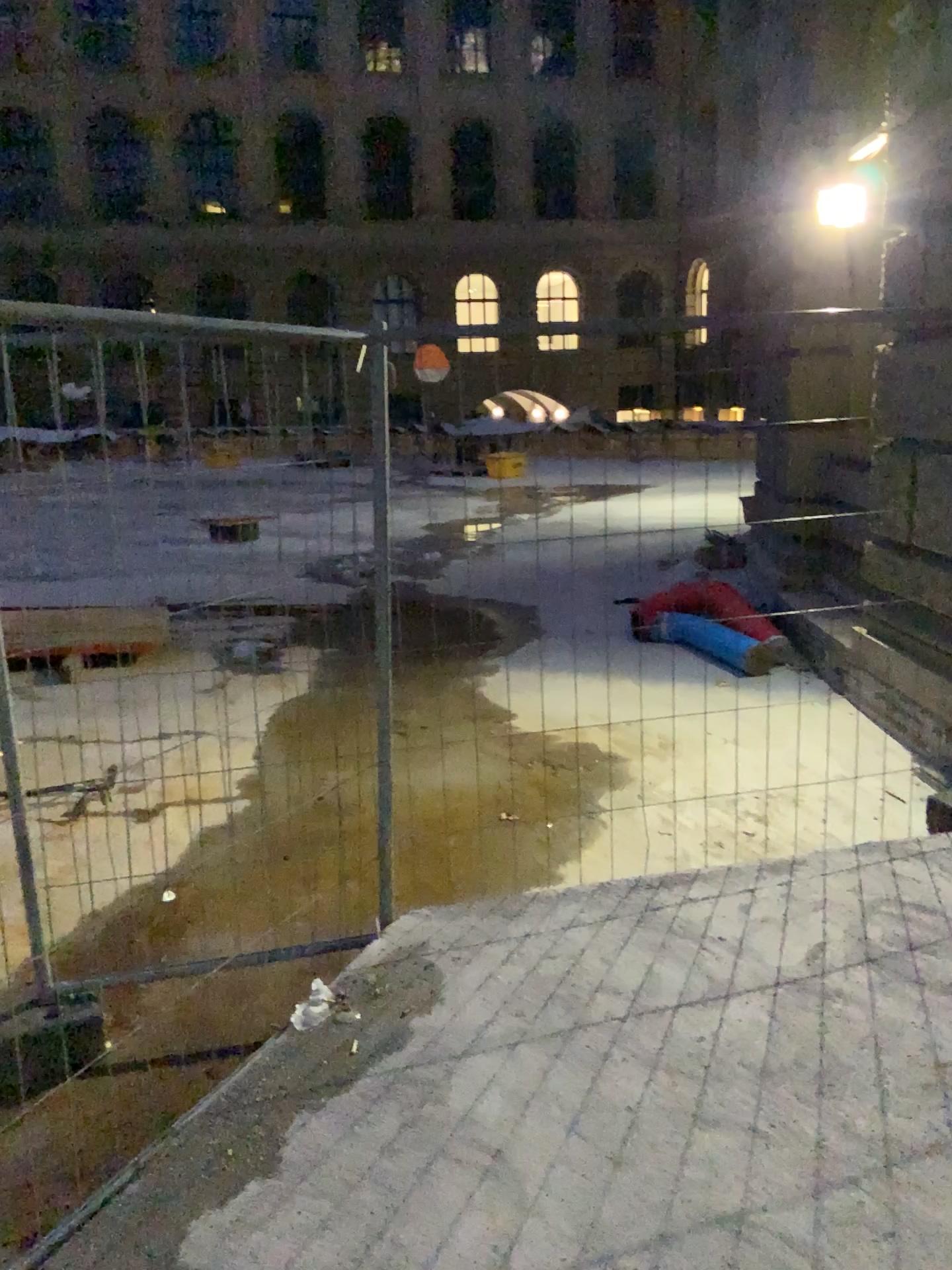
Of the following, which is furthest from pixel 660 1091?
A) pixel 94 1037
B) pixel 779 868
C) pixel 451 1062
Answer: pixel 94 1037
